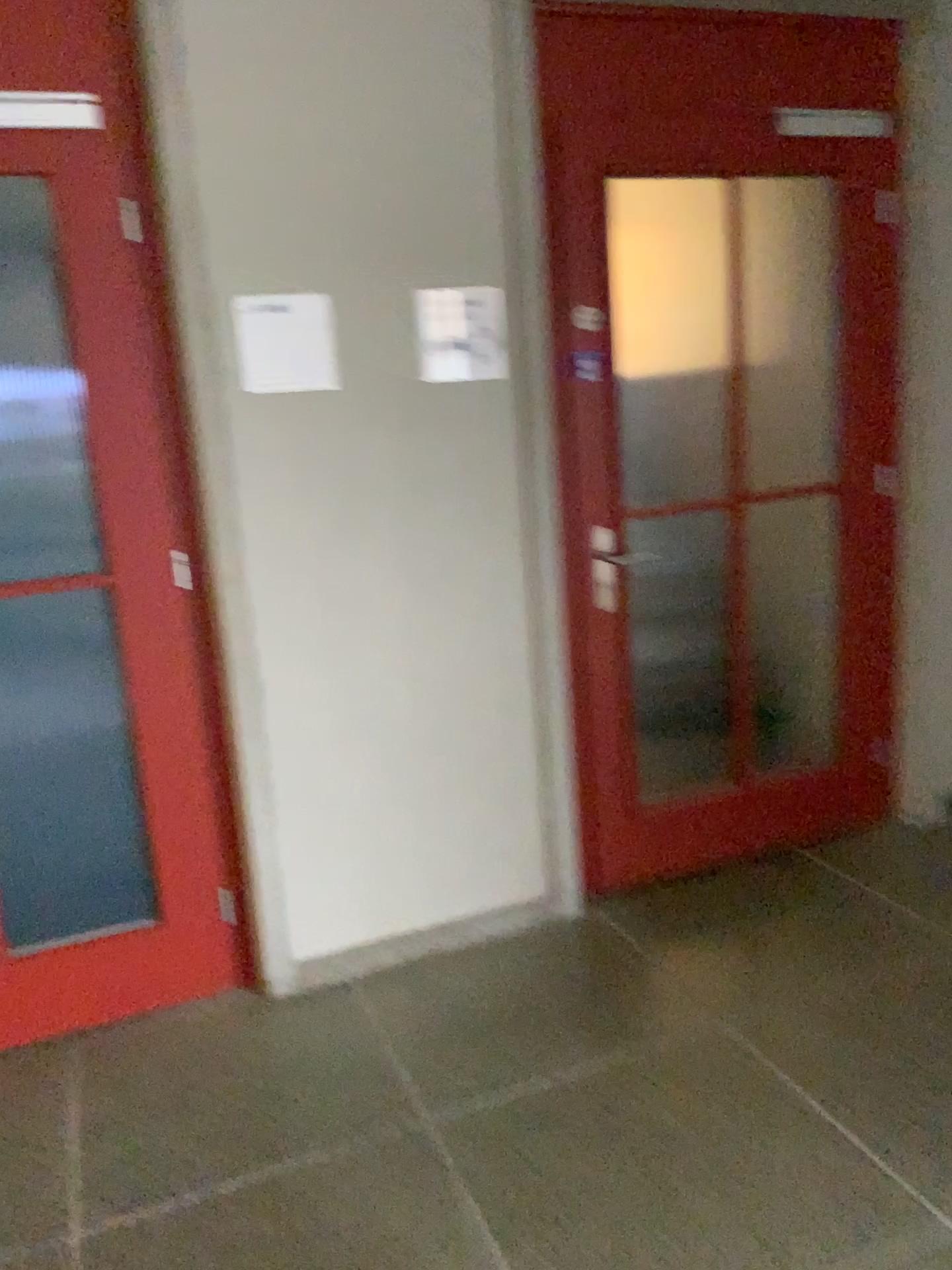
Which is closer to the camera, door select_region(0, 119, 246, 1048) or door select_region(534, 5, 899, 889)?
door select_region(0, 119, 246, 1048)

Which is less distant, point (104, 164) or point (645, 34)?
point (104, 164)

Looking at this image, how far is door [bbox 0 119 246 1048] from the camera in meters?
2.3

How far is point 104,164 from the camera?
2.3m

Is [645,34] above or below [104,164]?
above

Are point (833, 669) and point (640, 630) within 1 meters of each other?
yes
